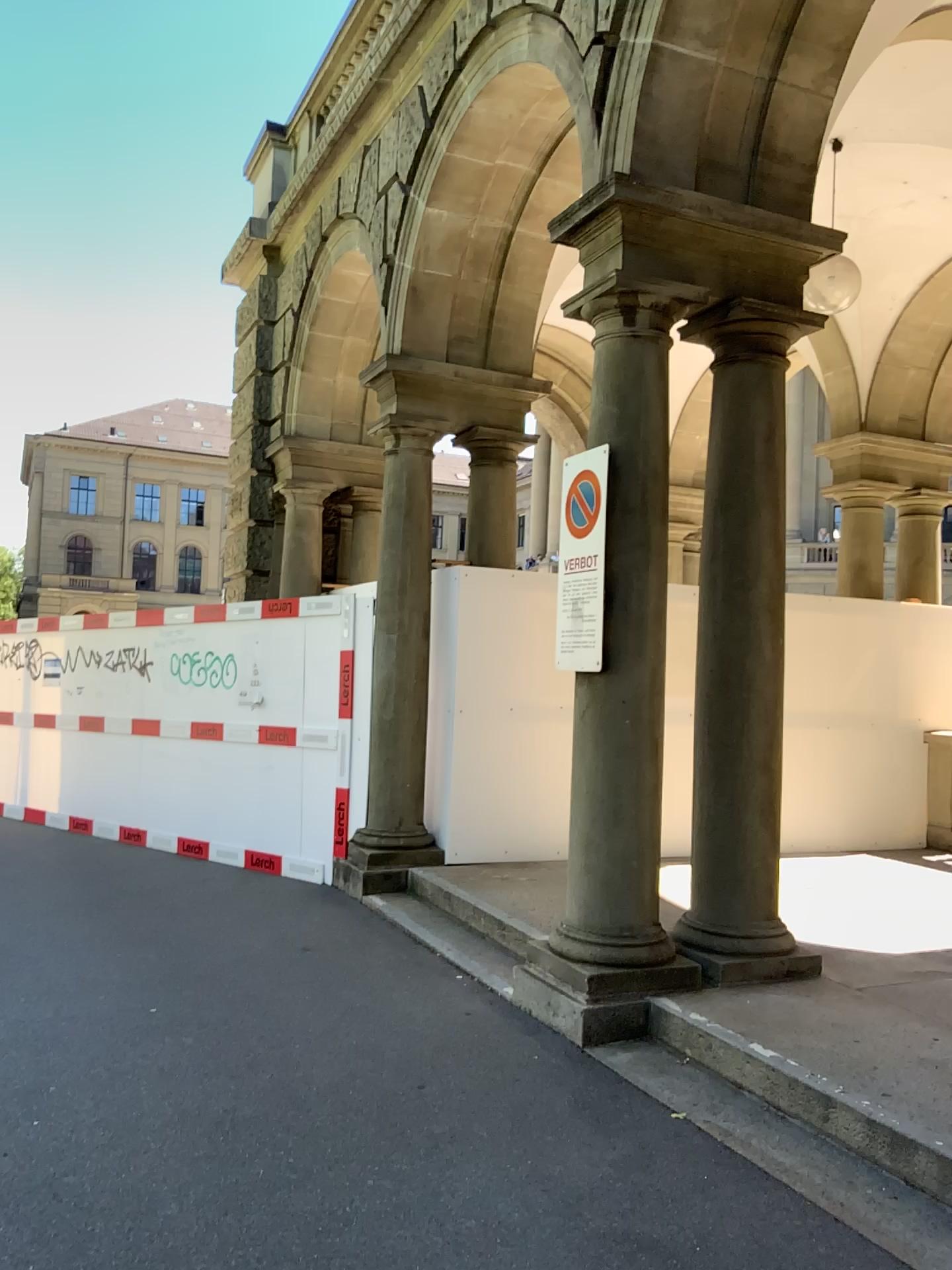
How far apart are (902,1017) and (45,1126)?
3.3m
